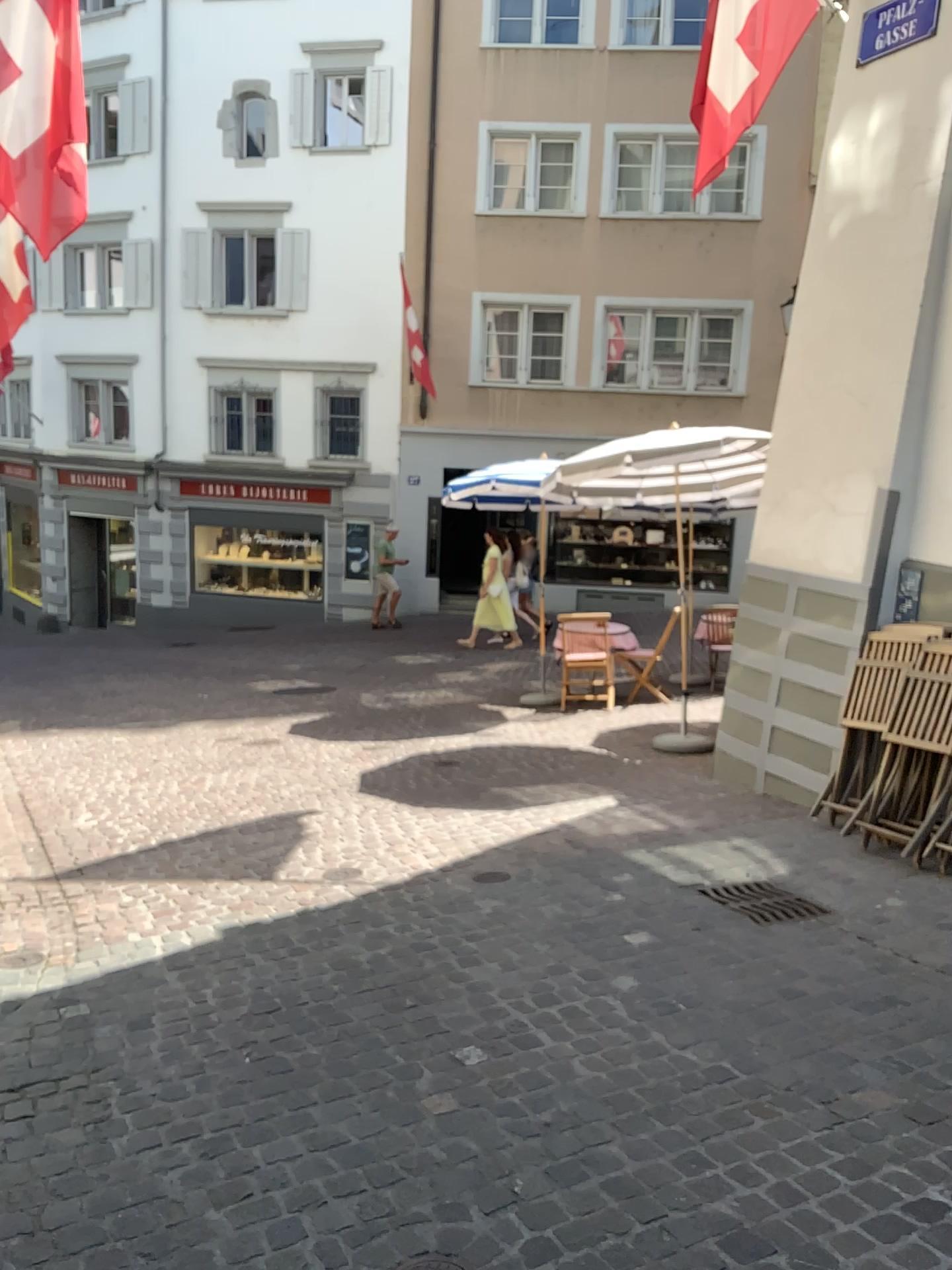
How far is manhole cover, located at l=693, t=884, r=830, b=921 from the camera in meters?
4.3 m

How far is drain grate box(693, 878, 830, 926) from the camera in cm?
429

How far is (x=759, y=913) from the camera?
4.29m

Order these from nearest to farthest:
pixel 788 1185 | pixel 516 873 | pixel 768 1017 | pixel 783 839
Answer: pixel 788 1185
pixel 768 1017
pixel 516 873
pixel 783 839

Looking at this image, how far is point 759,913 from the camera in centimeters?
429cm
